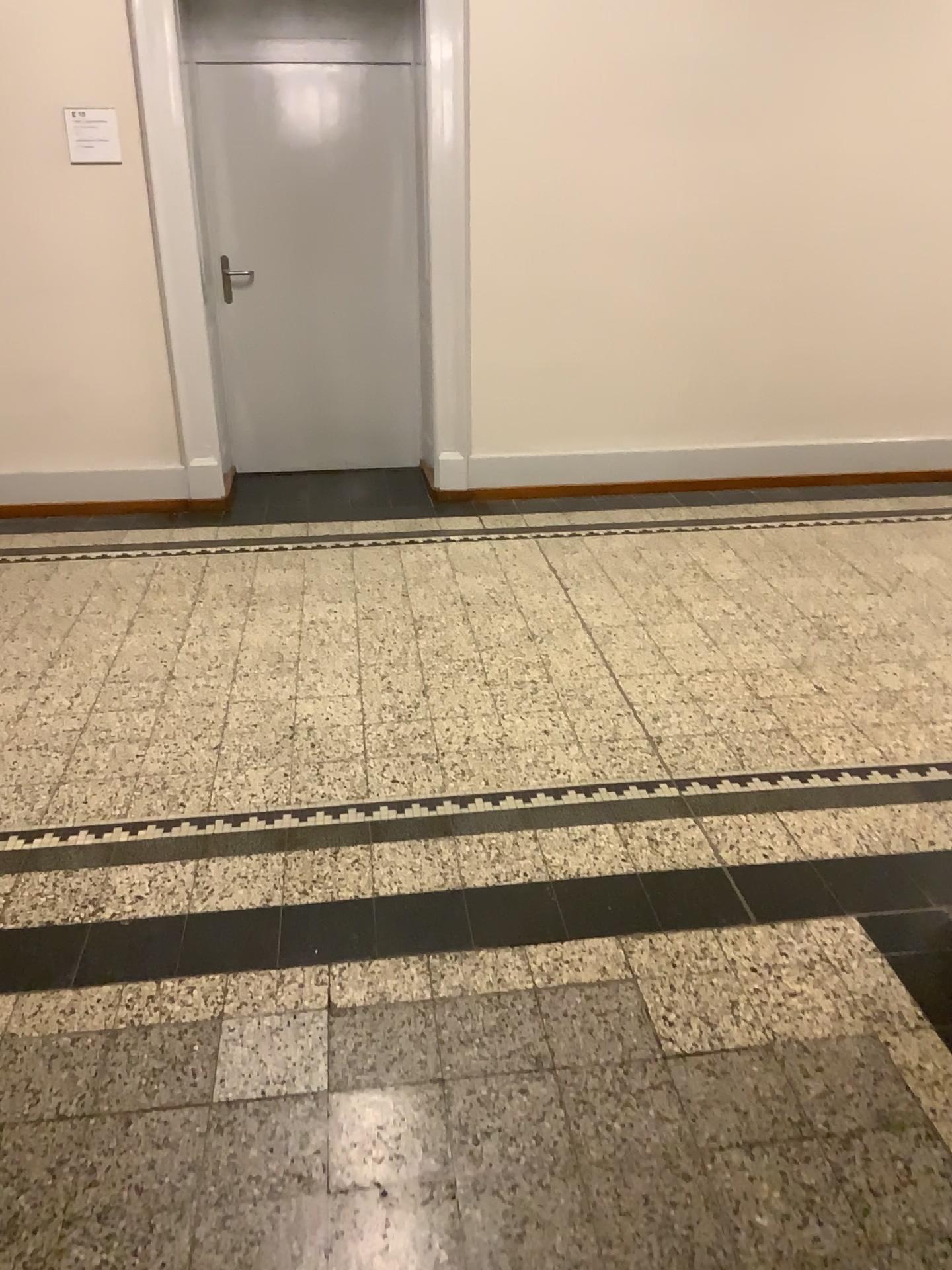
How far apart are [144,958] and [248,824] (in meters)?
0.50

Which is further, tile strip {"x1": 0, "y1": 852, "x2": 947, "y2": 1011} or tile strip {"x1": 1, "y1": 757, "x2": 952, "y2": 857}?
tile strip {"x1": 1, "y1": 757, "x2": 952, "y2": 857}

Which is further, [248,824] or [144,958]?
[248,824]

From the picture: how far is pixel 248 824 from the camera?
2.60m

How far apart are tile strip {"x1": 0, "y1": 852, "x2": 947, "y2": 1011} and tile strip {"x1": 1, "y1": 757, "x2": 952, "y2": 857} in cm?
25

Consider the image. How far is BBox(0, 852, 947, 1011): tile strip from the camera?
2.16m

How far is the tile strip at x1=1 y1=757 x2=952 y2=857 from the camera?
2.6m

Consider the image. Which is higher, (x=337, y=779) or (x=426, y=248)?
(x=426, y=248)
